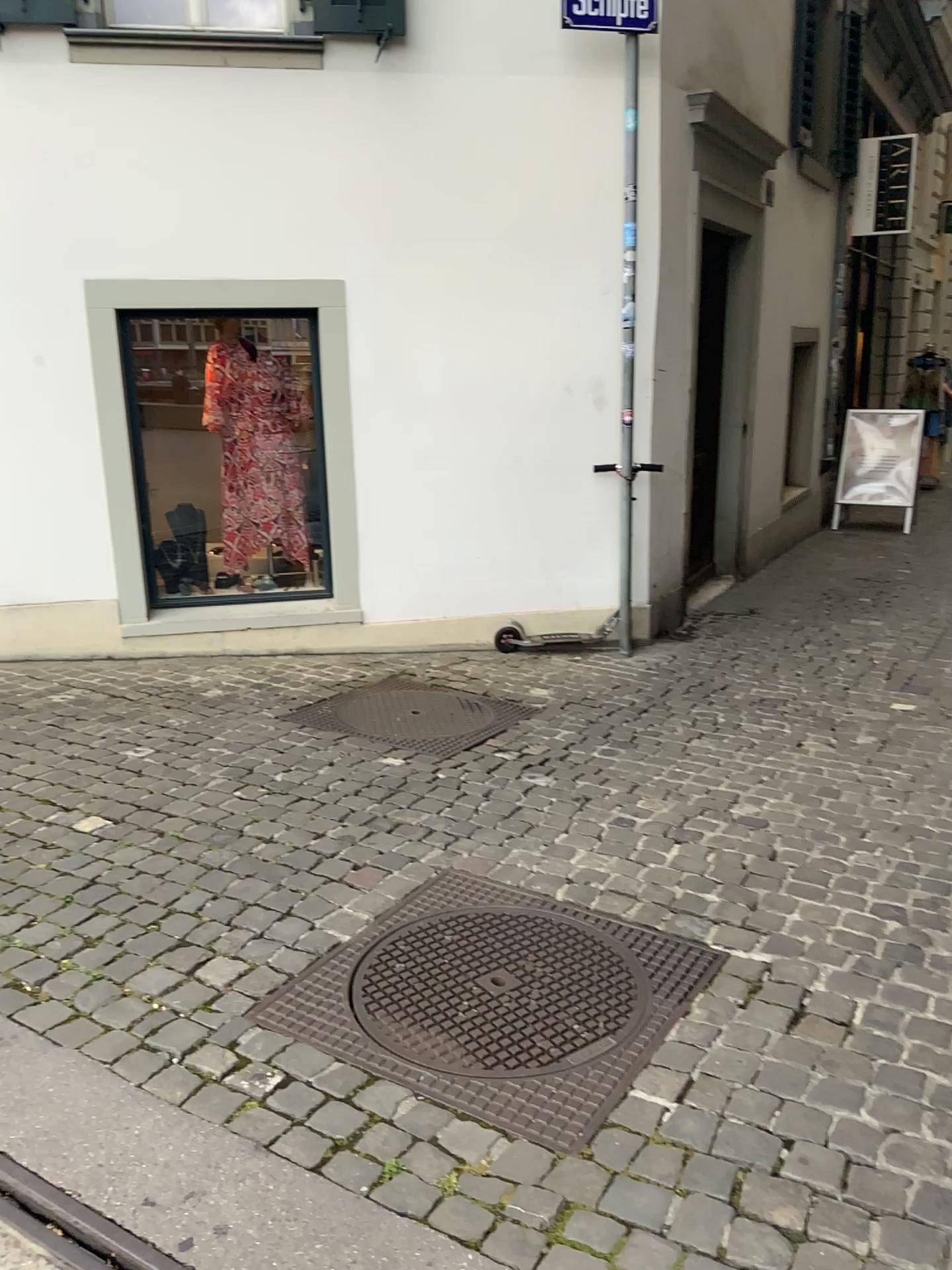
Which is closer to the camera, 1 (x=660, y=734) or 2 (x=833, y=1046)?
2 (x=833, y=1046)

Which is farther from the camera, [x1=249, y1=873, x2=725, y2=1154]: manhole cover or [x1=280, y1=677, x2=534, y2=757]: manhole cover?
[x1=280, y1=677, x2=534, y2=757]: manhole cover

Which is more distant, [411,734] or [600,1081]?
[411,734]
